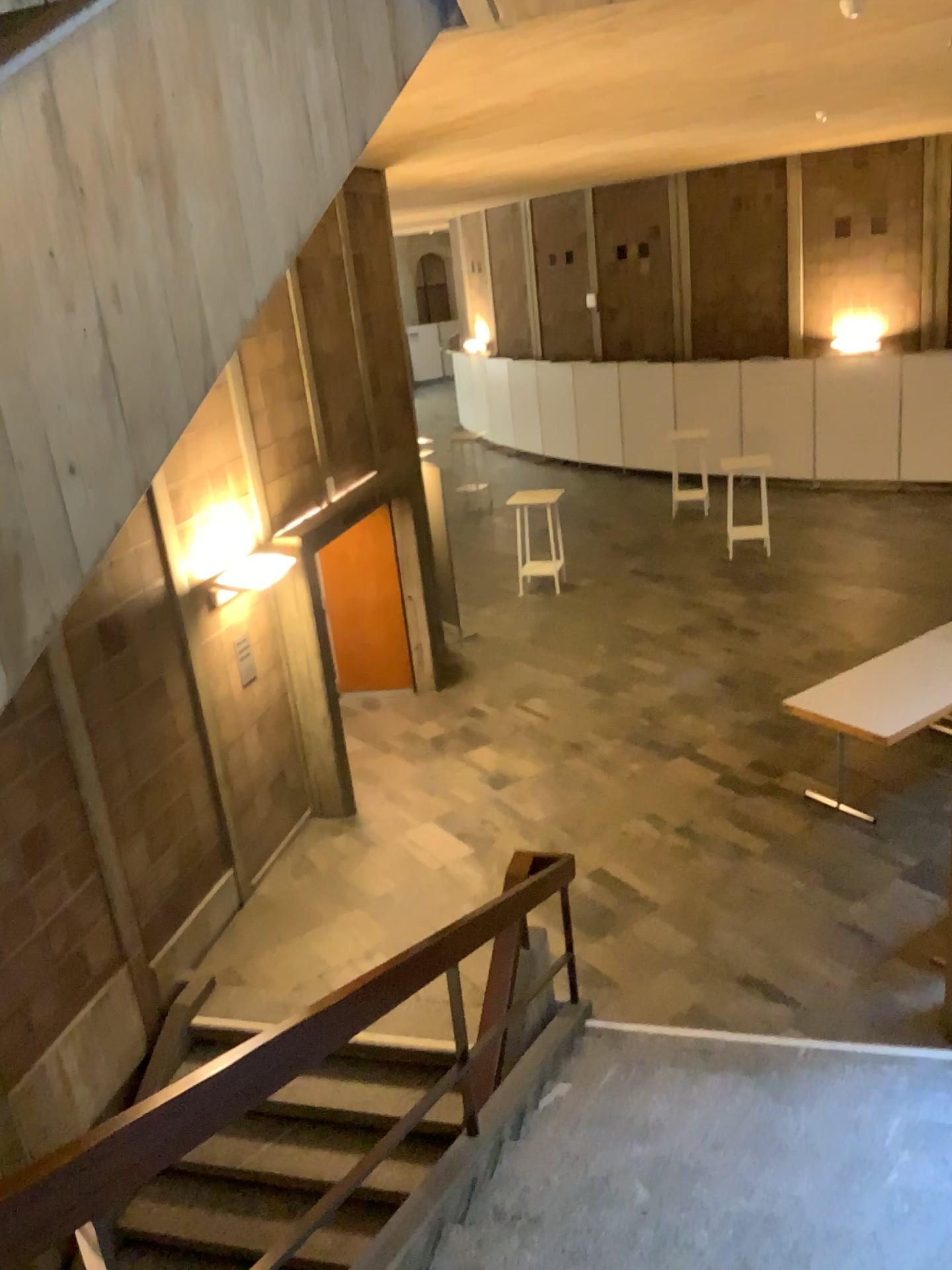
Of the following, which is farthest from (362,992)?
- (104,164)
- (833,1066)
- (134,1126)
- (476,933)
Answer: (833,1066)
